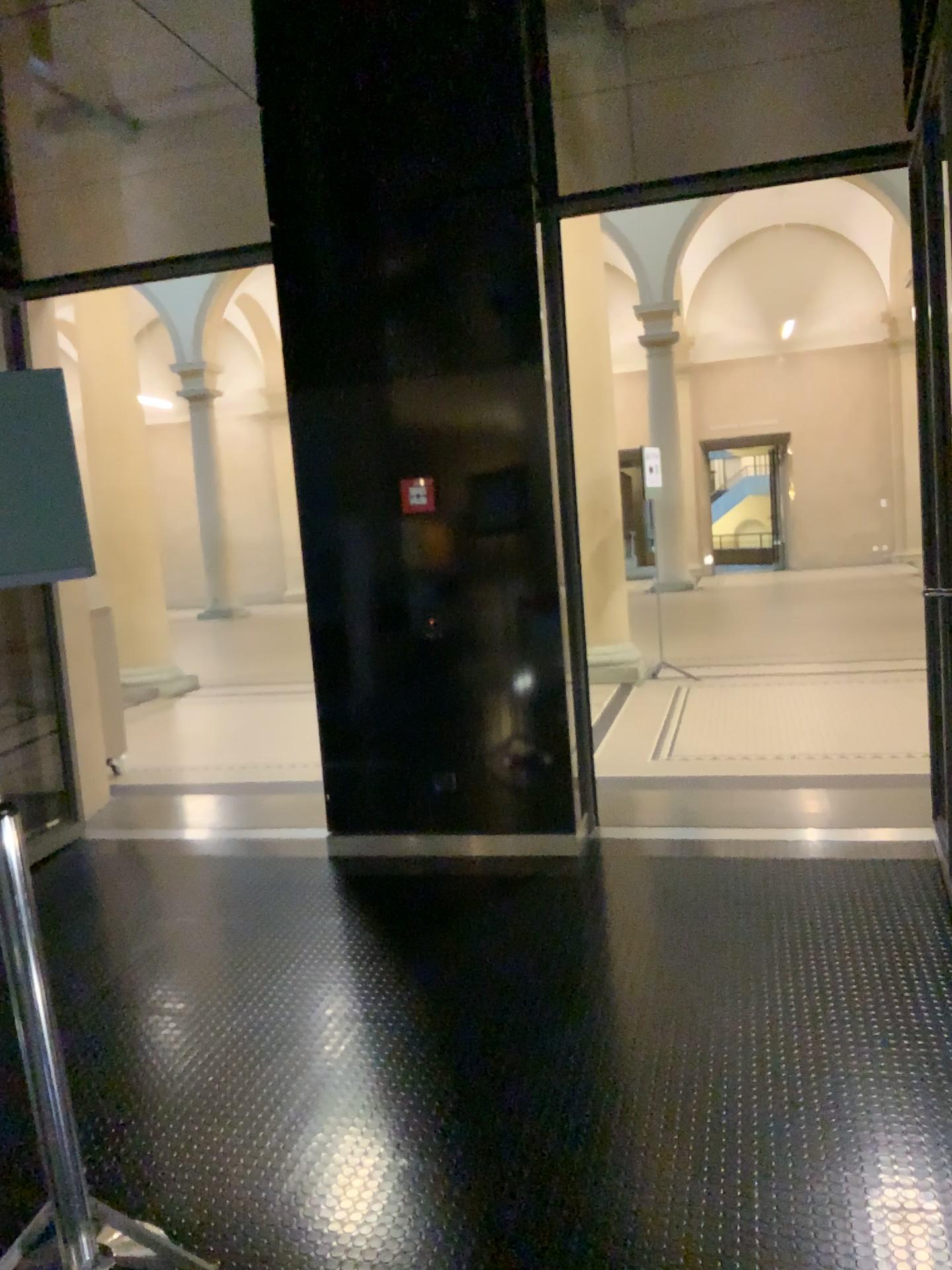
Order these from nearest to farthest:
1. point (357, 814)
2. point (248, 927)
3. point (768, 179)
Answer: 1. point (248, 927)
2. point (768, 179)
3. point (357, 814)
